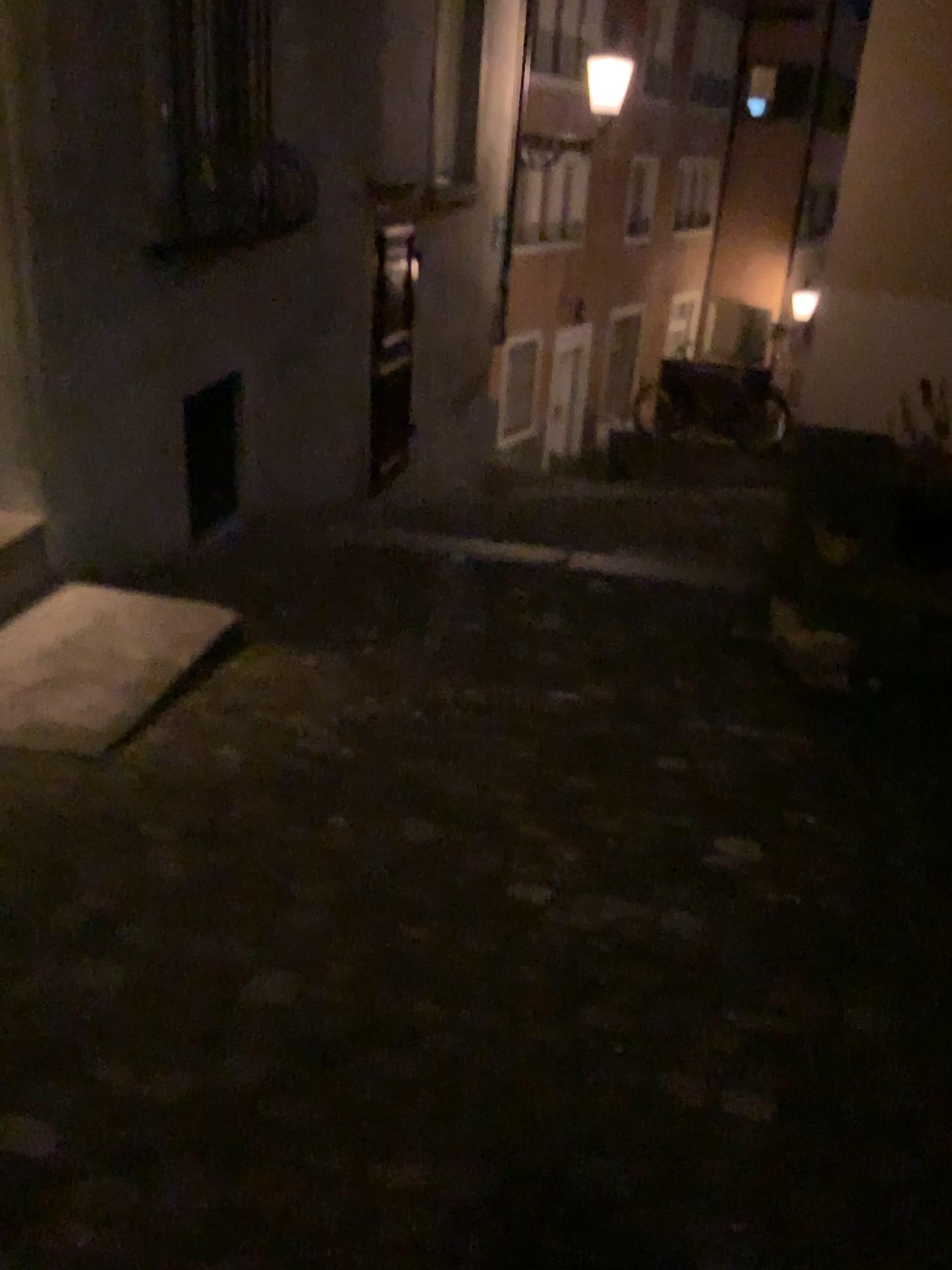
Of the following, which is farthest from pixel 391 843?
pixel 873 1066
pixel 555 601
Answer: pixel 555 601
